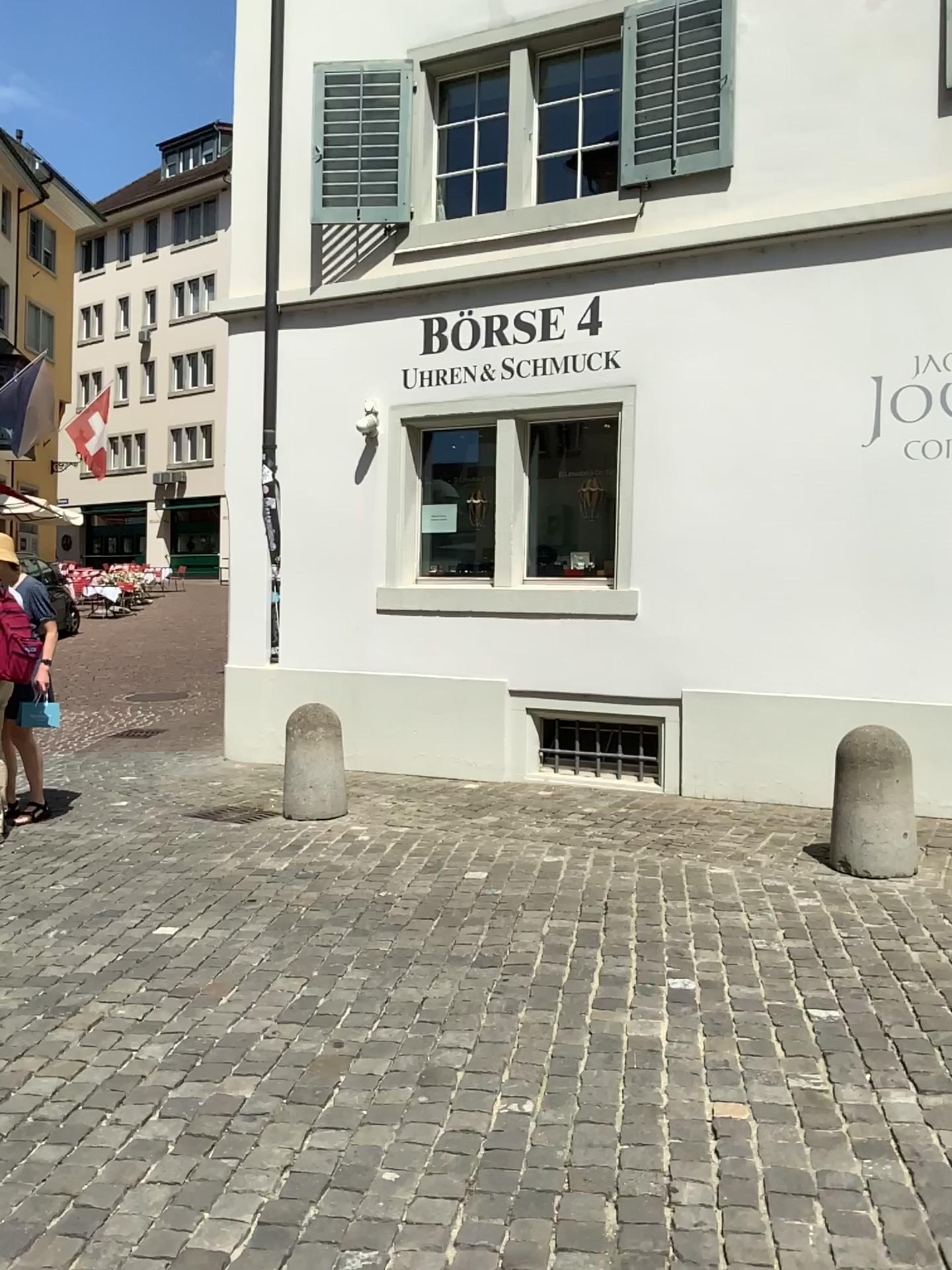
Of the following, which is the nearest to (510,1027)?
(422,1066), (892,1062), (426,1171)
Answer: (422,1066)
